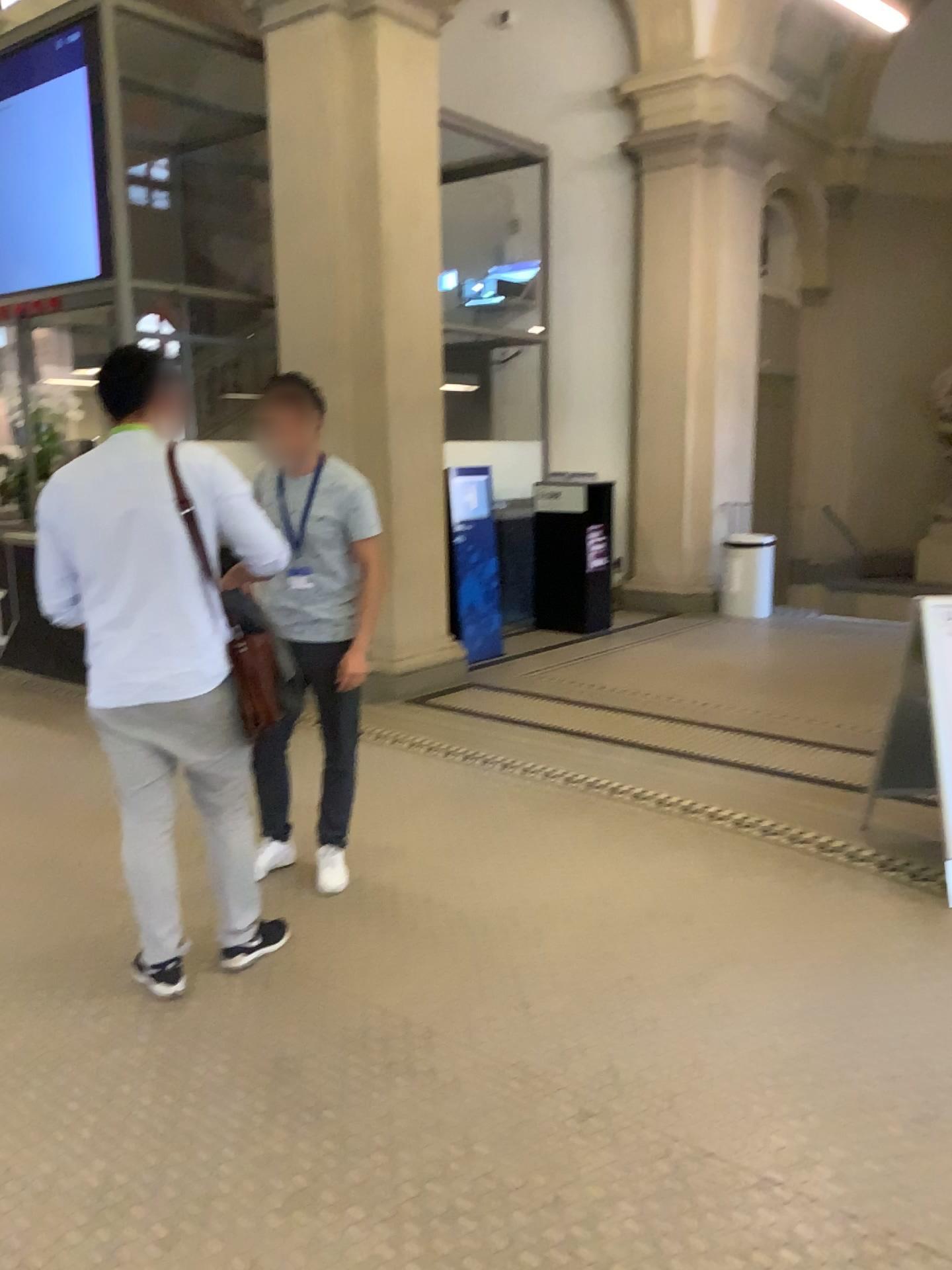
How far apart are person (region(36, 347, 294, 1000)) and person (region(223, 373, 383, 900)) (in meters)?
0.44

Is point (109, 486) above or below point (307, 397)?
below

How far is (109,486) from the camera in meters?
2.7 m

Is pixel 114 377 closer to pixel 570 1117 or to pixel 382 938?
pixel 382 938

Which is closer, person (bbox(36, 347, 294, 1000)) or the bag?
person (bbox(36, 347, 294, 1000))

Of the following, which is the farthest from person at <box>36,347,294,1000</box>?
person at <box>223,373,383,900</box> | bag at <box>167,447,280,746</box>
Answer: person at <box>223,373,383,900</box>

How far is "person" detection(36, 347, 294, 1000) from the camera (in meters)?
2.75

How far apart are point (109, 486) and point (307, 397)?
0.9 meters

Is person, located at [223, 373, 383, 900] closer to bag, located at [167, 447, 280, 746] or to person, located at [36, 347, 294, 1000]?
bag, located at [167, 447, 280, 746]
